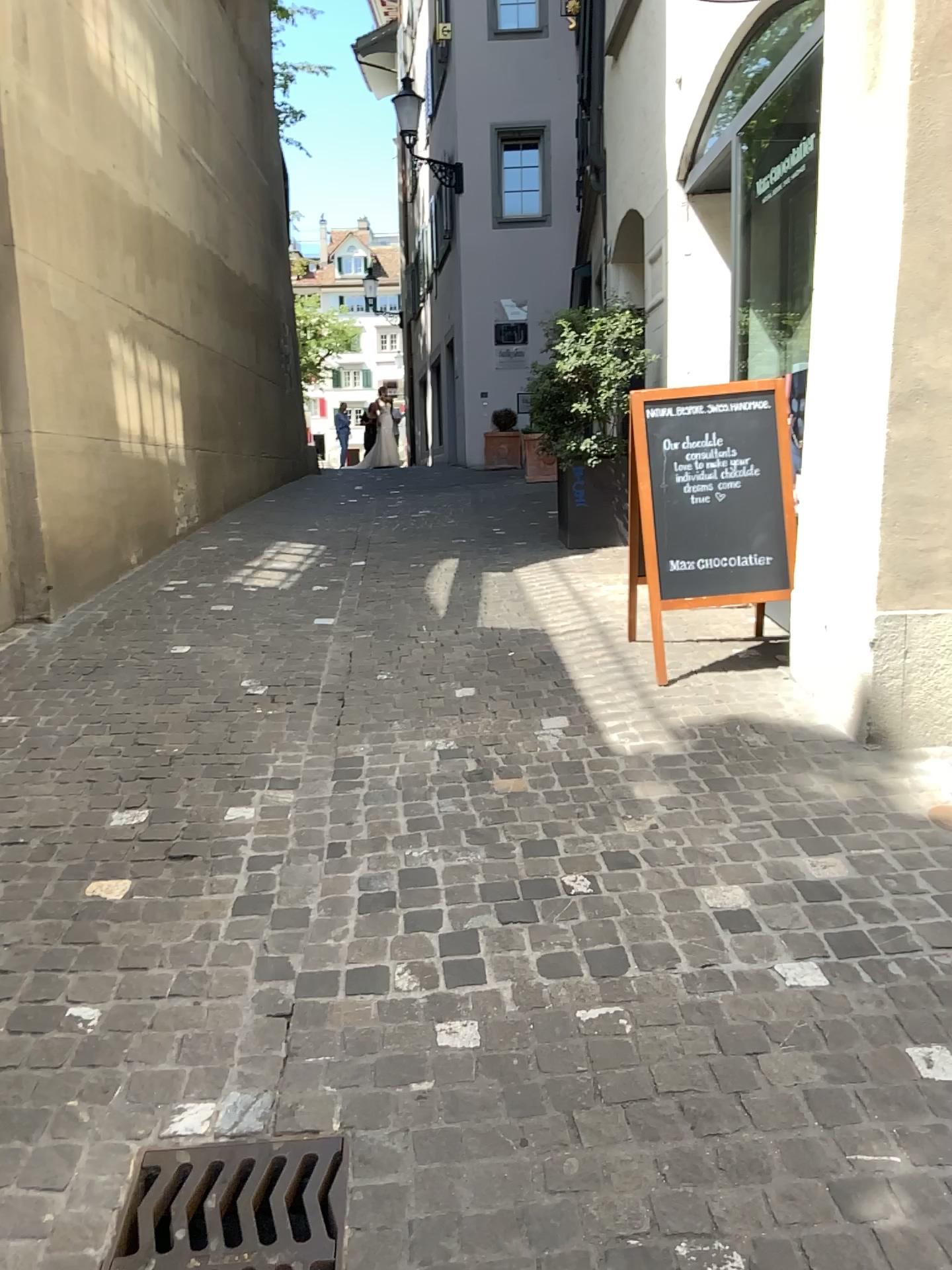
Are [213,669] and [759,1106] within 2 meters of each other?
no

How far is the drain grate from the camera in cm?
179

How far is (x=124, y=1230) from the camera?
1.8 meters
